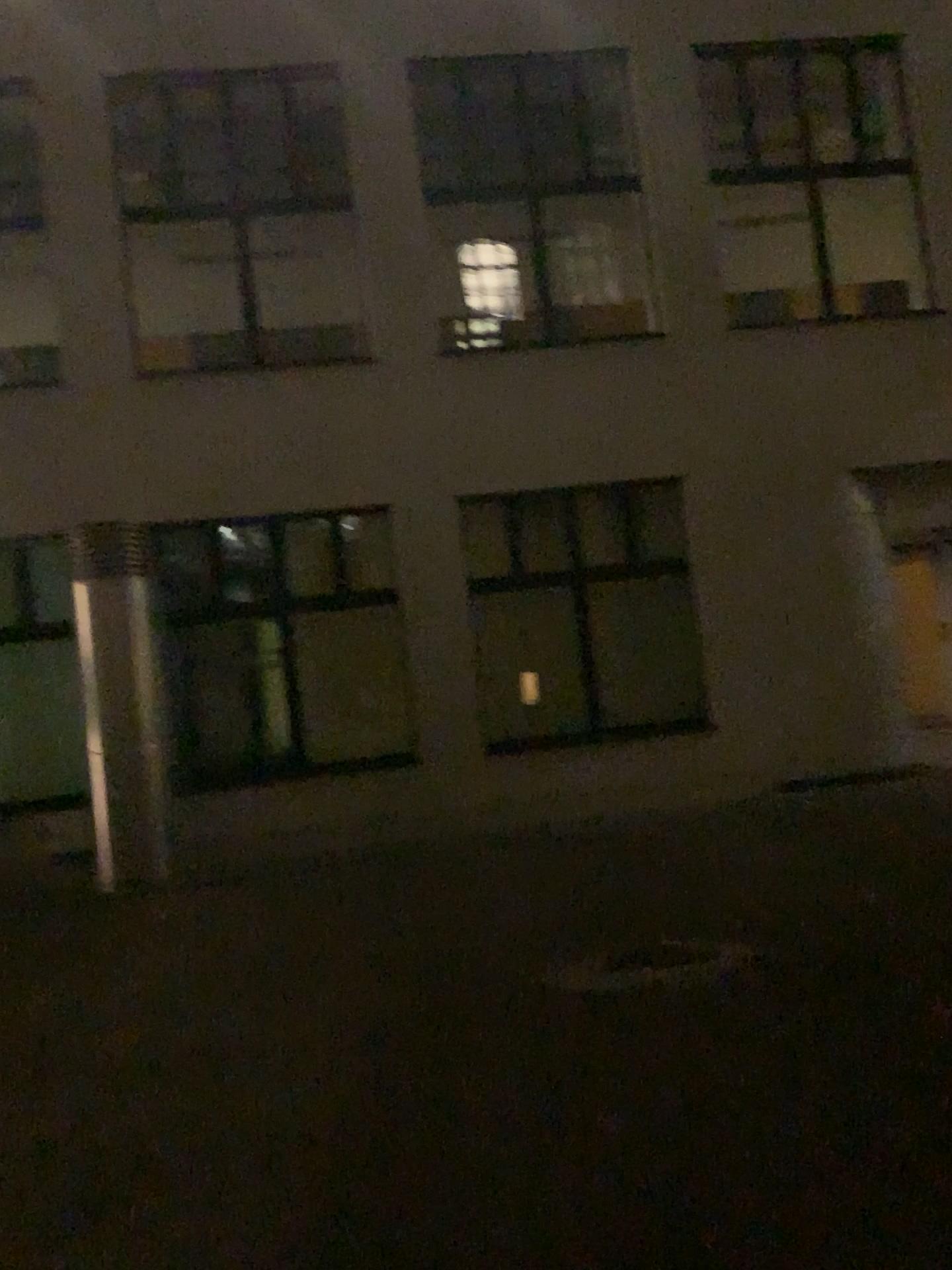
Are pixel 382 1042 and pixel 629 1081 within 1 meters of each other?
no
